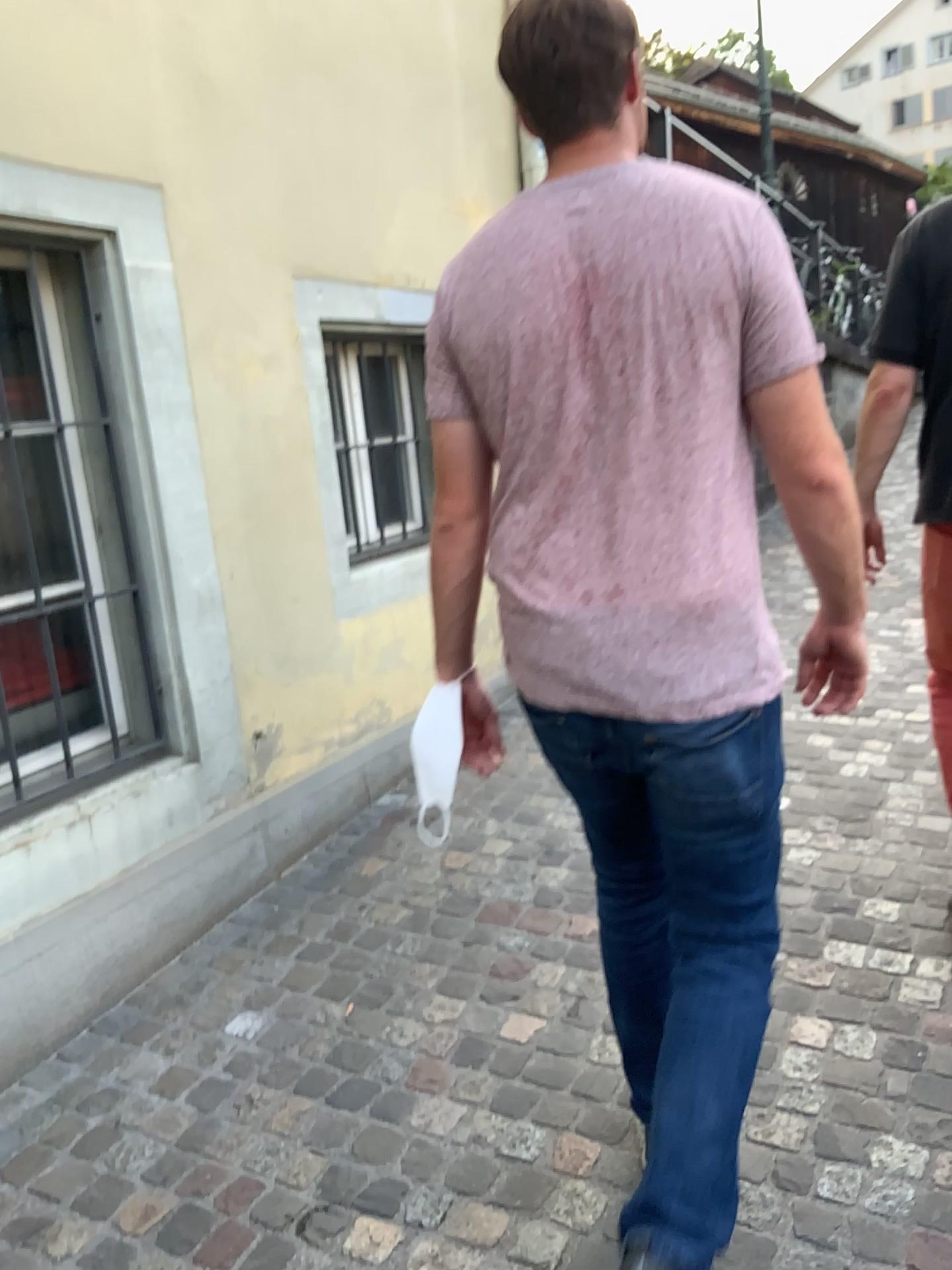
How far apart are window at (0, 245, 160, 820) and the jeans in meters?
1.5

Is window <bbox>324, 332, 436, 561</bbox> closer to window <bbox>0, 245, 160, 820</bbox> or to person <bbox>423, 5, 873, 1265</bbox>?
window <bbox>0, 245, 160, 820</bbox>

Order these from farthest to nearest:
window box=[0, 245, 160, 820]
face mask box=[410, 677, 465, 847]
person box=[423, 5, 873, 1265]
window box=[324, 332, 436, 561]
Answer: window box=[324, 332, 436, 561] < window box=[0, 245, 160, 820] < face mask box=[410, 677, 465, 847] < person box=[423, 5, 873, 1265]

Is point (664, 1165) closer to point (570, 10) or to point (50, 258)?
point (570, 10)

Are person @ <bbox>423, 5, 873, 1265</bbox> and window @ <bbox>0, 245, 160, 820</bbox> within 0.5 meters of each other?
no

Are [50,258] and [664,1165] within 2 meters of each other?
no

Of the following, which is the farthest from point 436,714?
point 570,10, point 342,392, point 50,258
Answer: point 342,392

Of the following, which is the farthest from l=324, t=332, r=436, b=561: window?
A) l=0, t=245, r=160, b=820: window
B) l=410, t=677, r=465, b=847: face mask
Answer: l=410, t=677, r=465, b=847: face mask

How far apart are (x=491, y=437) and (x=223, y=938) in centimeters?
182cm

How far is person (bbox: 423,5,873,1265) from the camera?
1.3 meters
